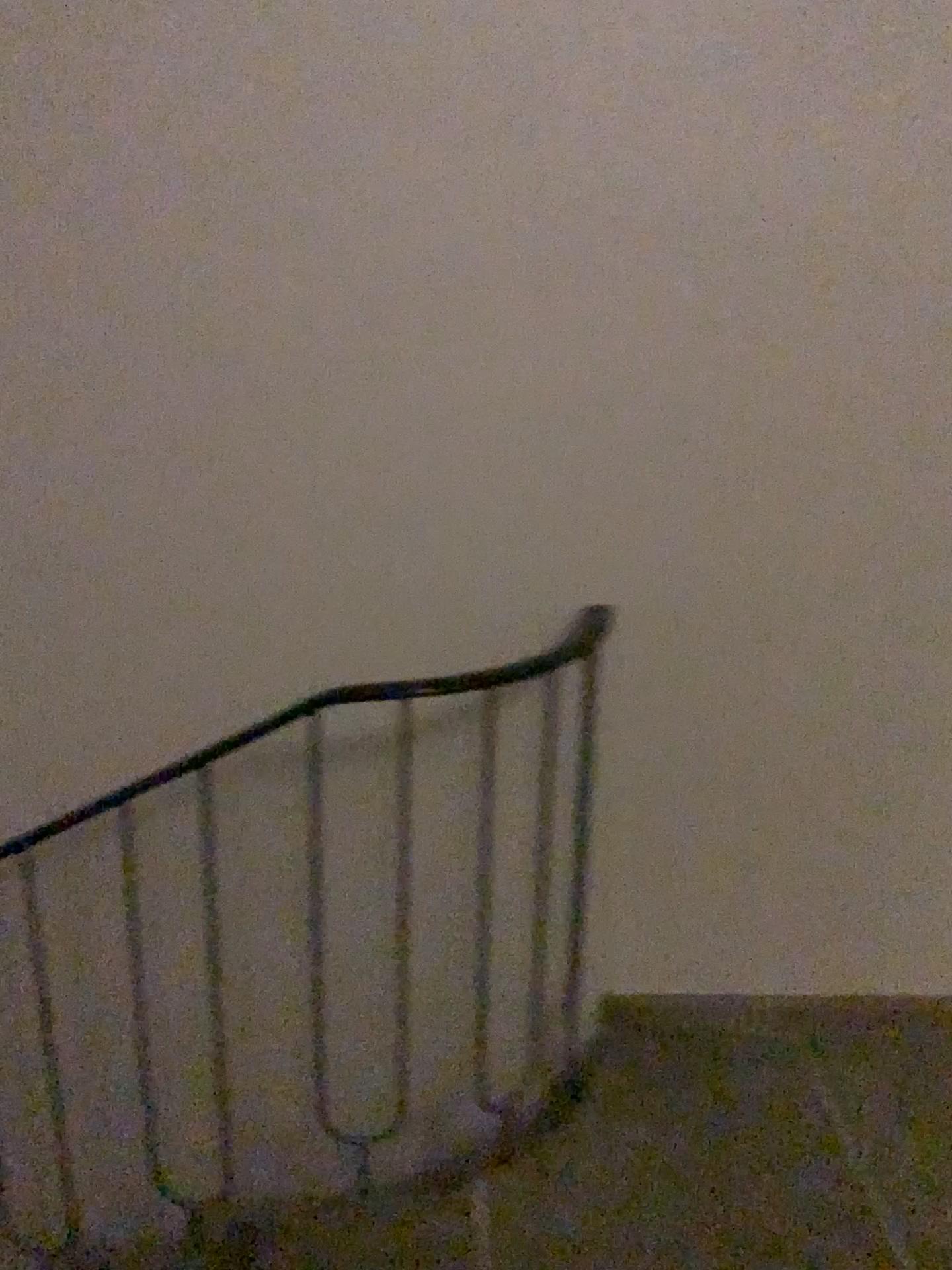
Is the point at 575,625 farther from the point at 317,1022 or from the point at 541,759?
the point at 317,1022

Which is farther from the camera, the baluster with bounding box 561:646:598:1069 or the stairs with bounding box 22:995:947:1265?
the baluster with bounding box 561:646:598:1069

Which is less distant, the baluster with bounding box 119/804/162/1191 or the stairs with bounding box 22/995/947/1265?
the stairs with bounding box 22/995/947/1265

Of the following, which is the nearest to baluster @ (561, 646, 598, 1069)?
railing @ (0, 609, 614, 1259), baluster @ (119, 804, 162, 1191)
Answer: railing @ (0, 609, 614, 1259)

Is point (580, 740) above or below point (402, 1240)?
above

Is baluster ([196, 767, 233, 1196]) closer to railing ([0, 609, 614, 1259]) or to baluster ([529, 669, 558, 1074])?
railing ([0, 609, 614, 1259])

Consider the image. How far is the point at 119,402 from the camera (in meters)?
1.84

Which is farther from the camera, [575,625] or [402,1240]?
[575,625]

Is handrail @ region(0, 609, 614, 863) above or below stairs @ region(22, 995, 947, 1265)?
above

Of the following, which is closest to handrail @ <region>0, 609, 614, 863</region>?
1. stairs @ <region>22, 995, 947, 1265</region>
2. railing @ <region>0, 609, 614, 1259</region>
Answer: railing @ <region>0, 609, 614, 1259</region>
